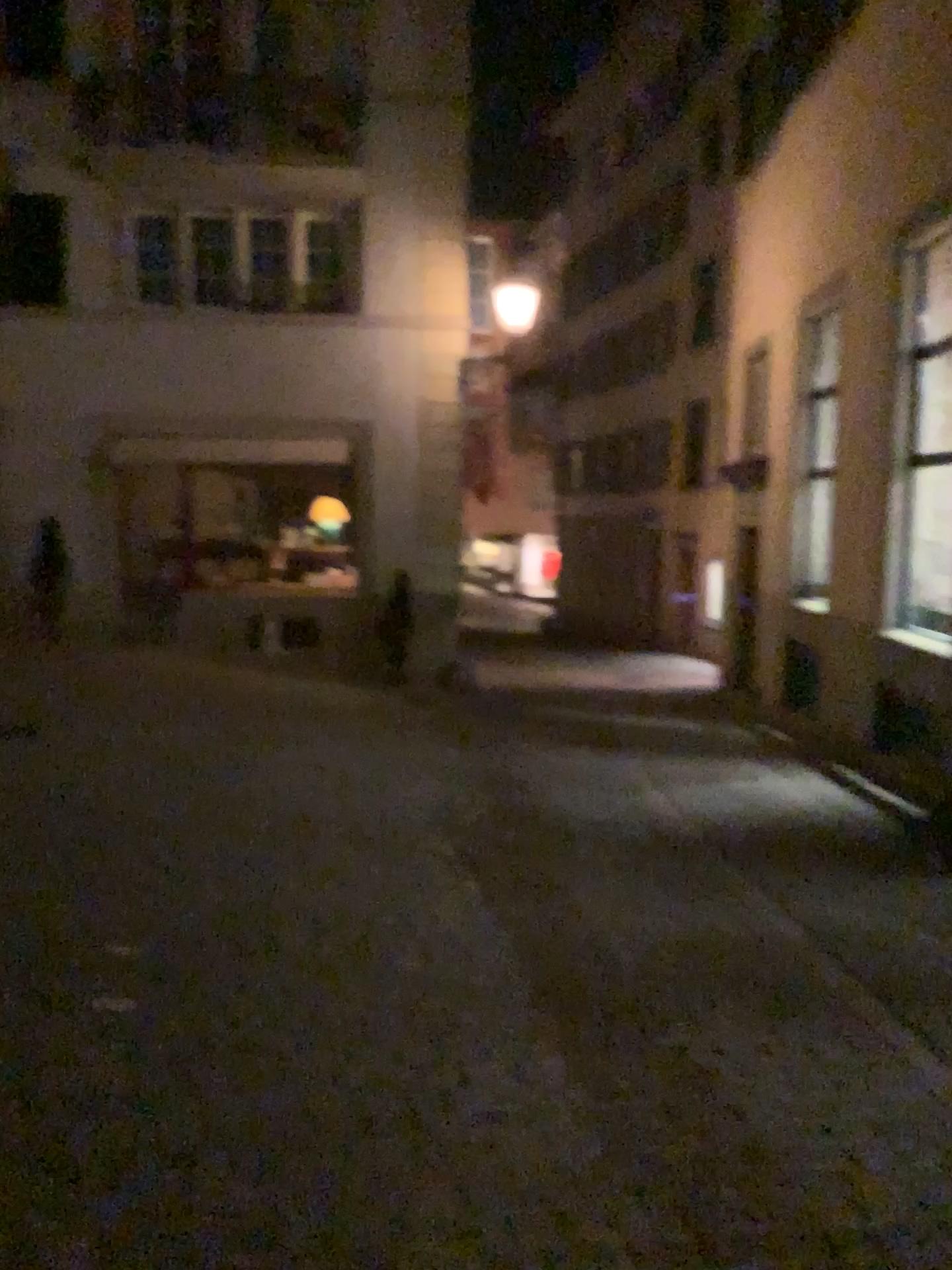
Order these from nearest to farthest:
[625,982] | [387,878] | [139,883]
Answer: [625,982], [139,883], [387,878]
